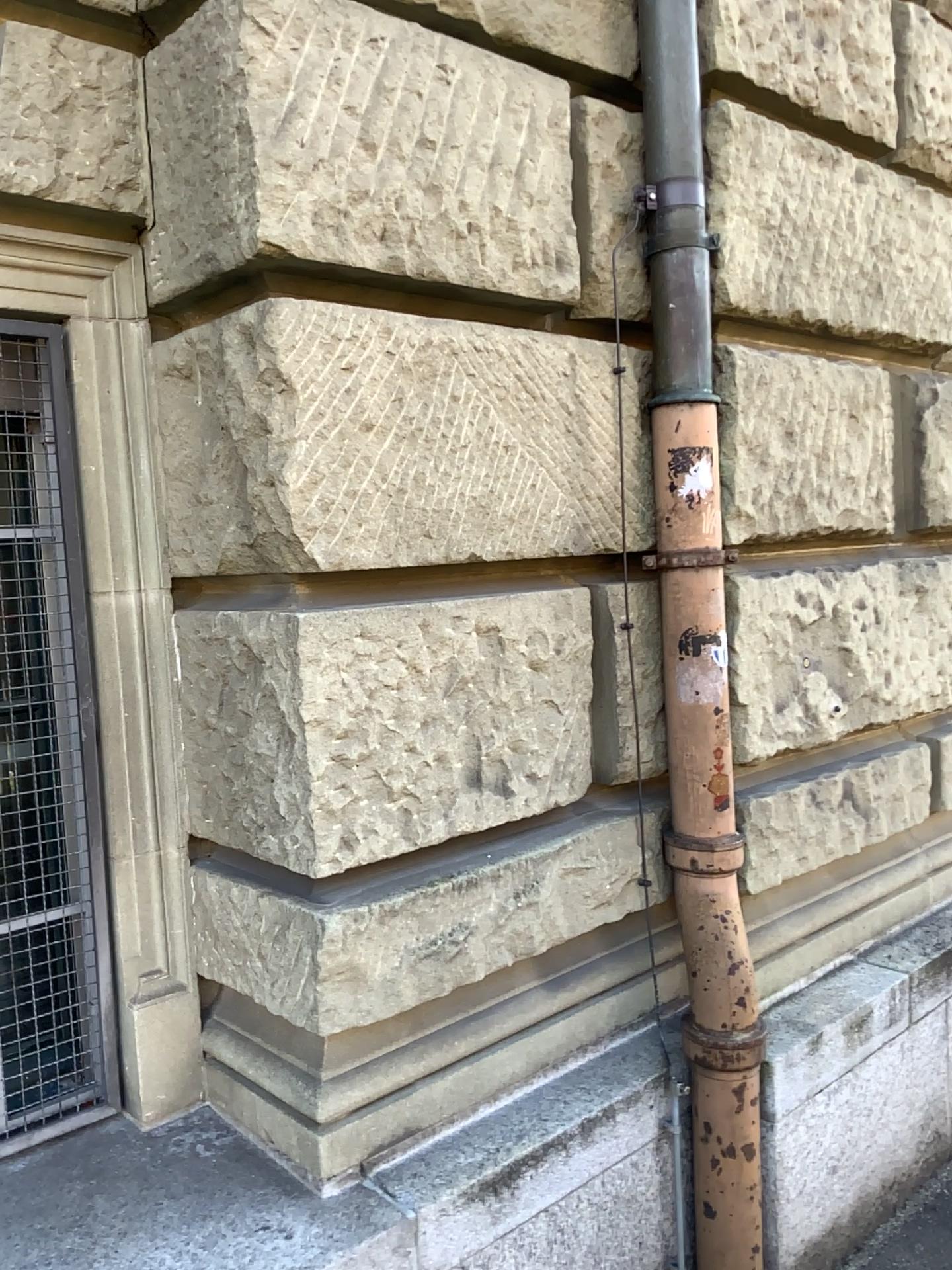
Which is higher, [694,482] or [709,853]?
[694,482]

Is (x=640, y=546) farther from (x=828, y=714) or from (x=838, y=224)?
(x=838, y=224)

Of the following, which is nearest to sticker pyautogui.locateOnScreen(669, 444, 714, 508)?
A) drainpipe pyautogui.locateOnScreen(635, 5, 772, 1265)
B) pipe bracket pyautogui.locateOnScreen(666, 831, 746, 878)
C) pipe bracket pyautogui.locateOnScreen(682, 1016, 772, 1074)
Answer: drainpipe pyautogui.locateOnScreen(635, 5, 772, 1265)

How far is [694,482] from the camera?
2.2m

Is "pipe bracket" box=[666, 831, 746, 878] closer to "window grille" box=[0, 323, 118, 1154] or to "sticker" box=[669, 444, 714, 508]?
"sticker" box=[669, 444, 714, 508]

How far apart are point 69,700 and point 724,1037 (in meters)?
1.44

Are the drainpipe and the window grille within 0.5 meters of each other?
no

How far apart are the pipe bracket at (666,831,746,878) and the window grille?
1.2m

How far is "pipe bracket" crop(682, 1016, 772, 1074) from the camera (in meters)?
2.10

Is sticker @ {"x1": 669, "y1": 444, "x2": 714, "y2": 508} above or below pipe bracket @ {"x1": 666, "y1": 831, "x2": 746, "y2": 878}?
above
